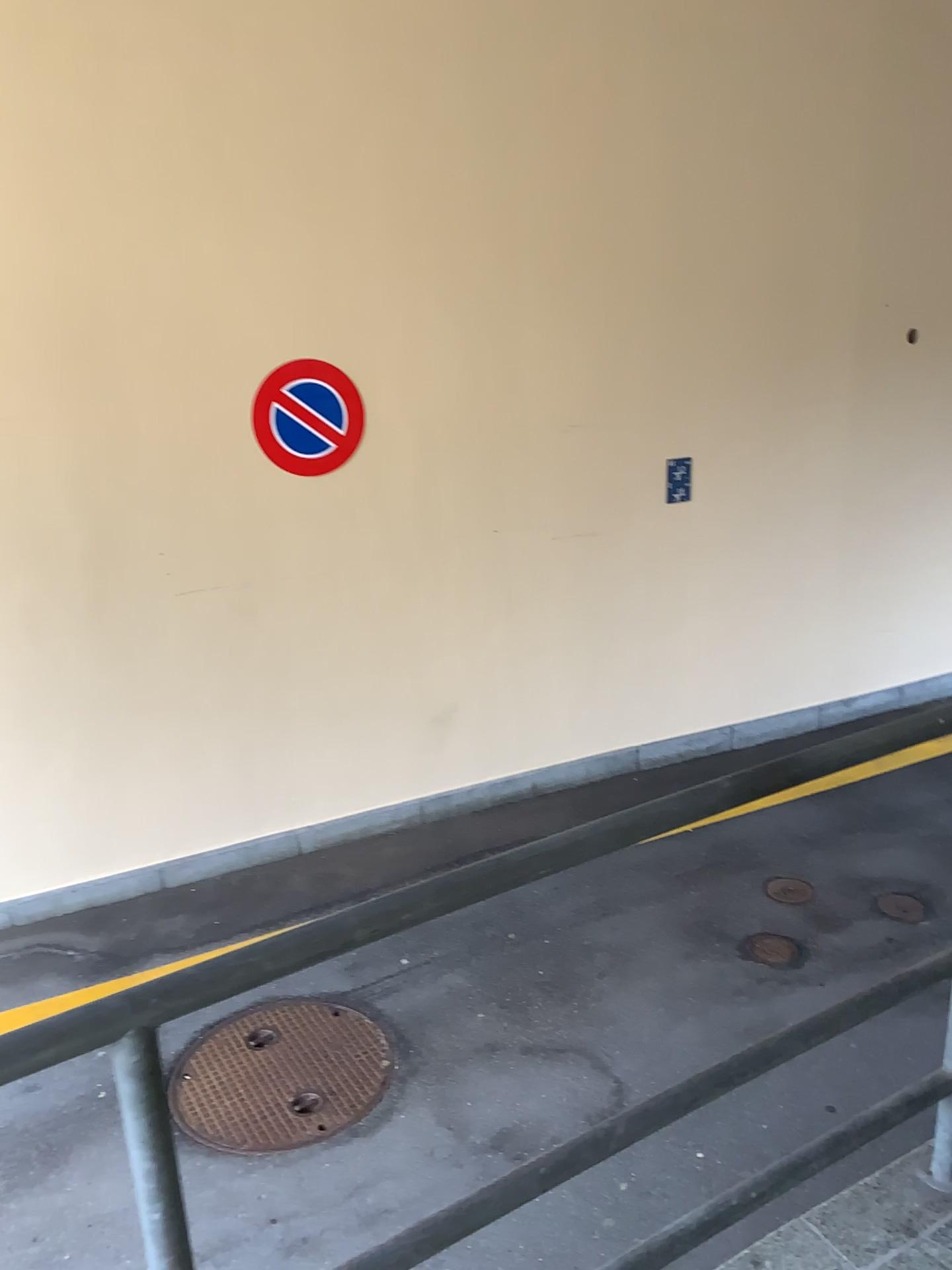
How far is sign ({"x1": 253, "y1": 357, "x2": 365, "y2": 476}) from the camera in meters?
4.5 m

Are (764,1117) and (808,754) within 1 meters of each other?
no

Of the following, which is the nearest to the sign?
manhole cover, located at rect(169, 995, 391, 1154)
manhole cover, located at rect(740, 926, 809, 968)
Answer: manhole cover, located at rect(169, 995, 391, 1154)

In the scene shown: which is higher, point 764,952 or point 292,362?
point 292,362

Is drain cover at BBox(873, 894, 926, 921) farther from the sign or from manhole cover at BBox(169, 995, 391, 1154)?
the sign

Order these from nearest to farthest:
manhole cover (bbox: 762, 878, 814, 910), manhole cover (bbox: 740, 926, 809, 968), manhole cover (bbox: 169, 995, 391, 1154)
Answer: manhole cover (bbox: 169, 995, 391, 1154)
manhole cover (bbox: 740, 926, 809, 968)
manhole cover (bbox: 762, 878, 814, 910)

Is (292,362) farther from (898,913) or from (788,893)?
(898,913)

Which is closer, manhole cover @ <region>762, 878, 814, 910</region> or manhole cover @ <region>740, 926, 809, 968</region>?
manhole cover @ <region>740, 926, 809, 968</region>

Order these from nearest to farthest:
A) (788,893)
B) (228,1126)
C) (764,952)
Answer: (228,1126) → (764,952) → (788,893)

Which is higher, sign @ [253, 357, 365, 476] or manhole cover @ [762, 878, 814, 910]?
sign @ [253, 357, 365, 476]
